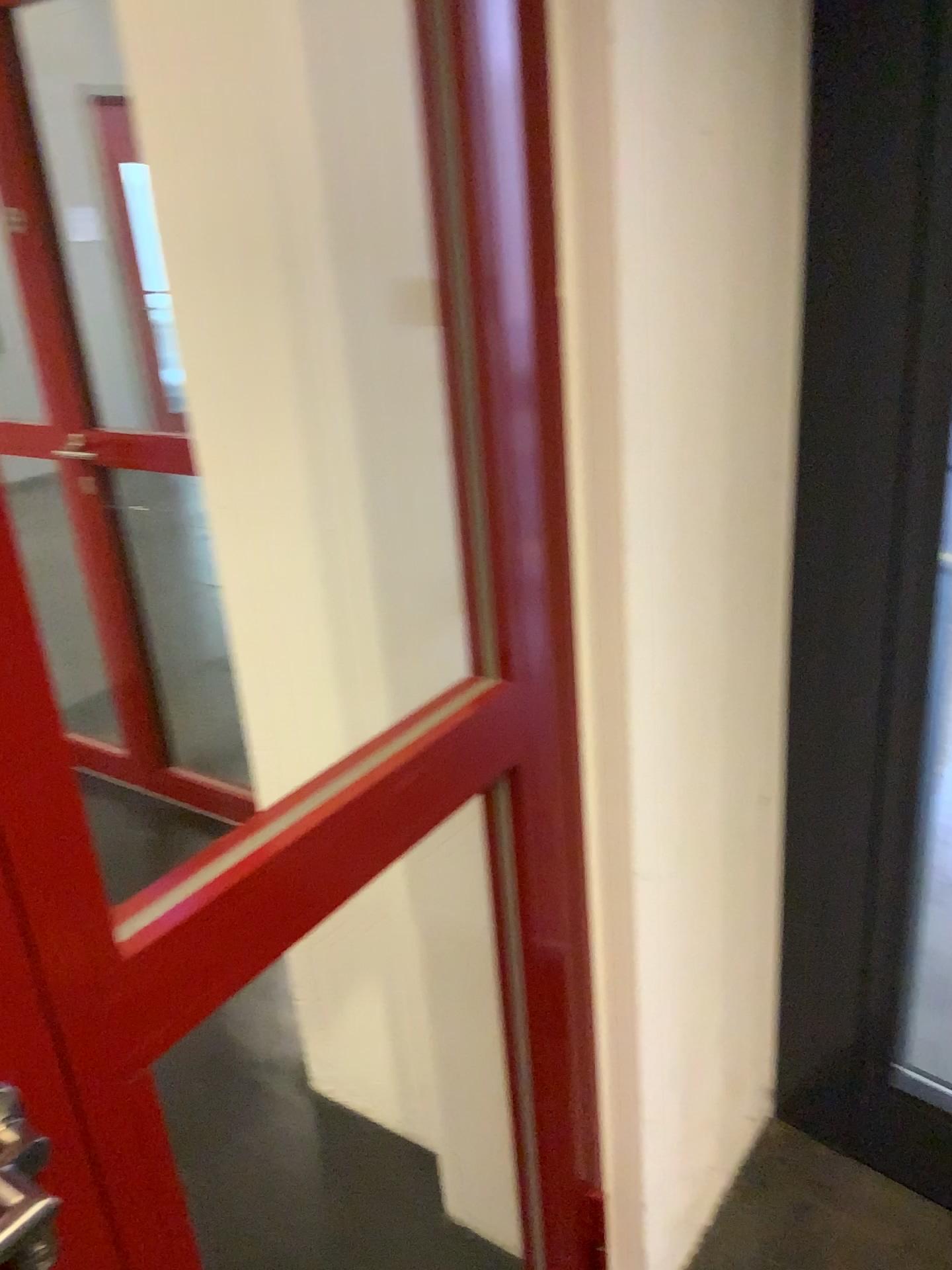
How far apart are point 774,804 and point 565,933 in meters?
0.5

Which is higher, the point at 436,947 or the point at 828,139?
the point at 828,139
